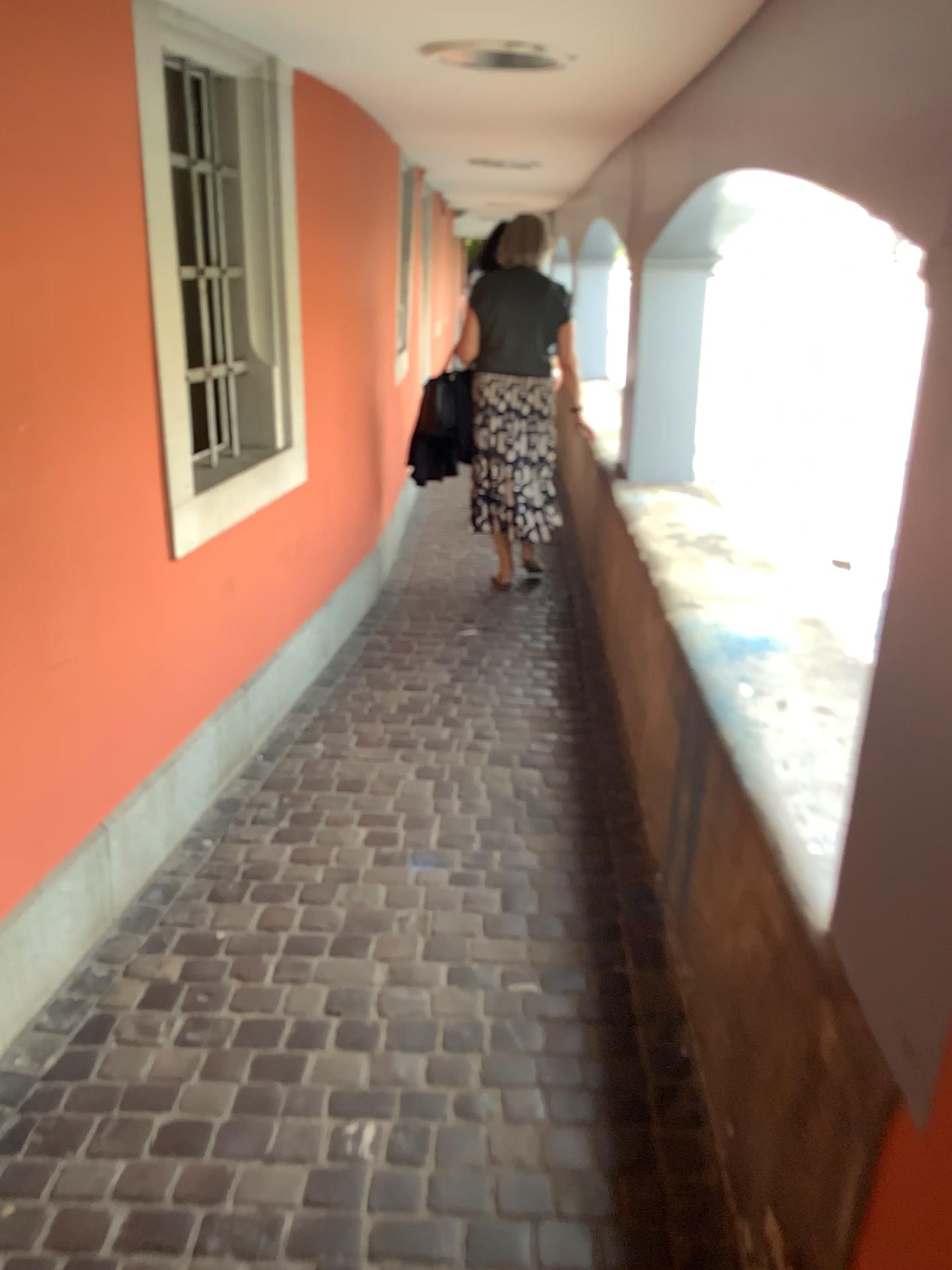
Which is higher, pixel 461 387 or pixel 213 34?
pixel 213 34

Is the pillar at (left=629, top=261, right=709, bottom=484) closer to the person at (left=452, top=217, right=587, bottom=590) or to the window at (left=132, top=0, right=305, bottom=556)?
the person at (left=452, top=217, right=587, bottom=590)

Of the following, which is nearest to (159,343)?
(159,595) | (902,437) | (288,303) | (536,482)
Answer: (159,595)

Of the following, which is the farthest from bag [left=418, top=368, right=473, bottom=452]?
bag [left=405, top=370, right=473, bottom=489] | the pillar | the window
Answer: the window

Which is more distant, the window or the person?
the person

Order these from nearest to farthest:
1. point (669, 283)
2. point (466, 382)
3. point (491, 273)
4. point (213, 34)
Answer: point (213, 34), point (669, 283), point (491, 273), point (466, 382)

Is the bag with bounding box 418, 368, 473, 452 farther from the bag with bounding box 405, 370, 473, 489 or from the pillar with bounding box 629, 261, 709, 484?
the pillar with bounding box 629, 261, 709, 484

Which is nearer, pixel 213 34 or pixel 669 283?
pixel 213 34

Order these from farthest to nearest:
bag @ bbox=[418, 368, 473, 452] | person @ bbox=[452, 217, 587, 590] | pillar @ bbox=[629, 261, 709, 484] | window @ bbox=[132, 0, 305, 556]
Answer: bag @ bbox=[418, 368, 473, 452], person @ bbox=[452, 217, 587, 590], pillar @ bbox=[629, 261, 709, 484], window @ bbox=[132, 0, 305, 556]

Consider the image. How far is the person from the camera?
4.47m
